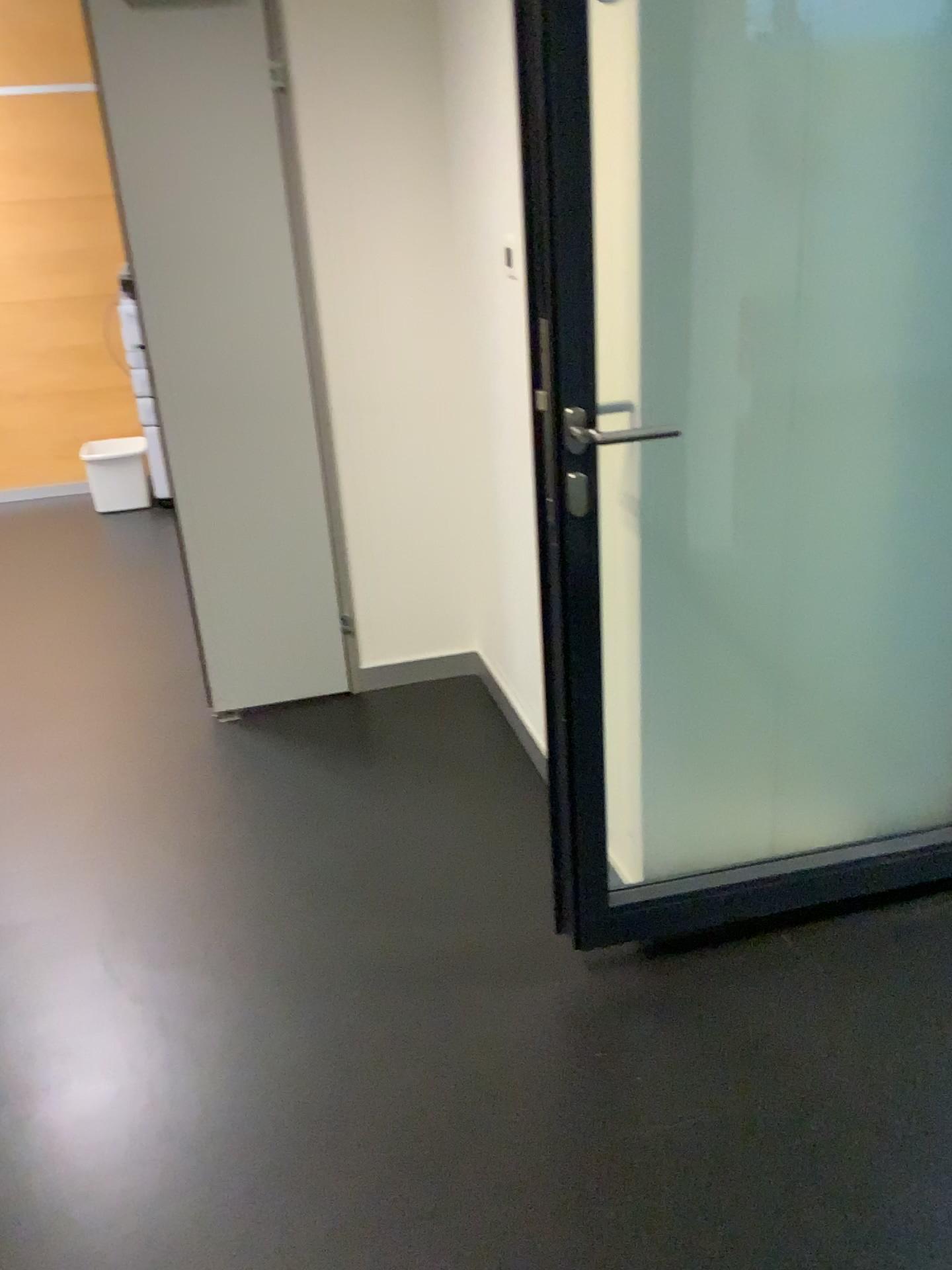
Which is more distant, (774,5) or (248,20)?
(248,20)

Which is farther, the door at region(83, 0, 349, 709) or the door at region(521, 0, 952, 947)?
the door at region(83, 0, 349, 709)

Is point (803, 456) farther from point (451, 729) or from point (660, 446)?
point (451, 729)
